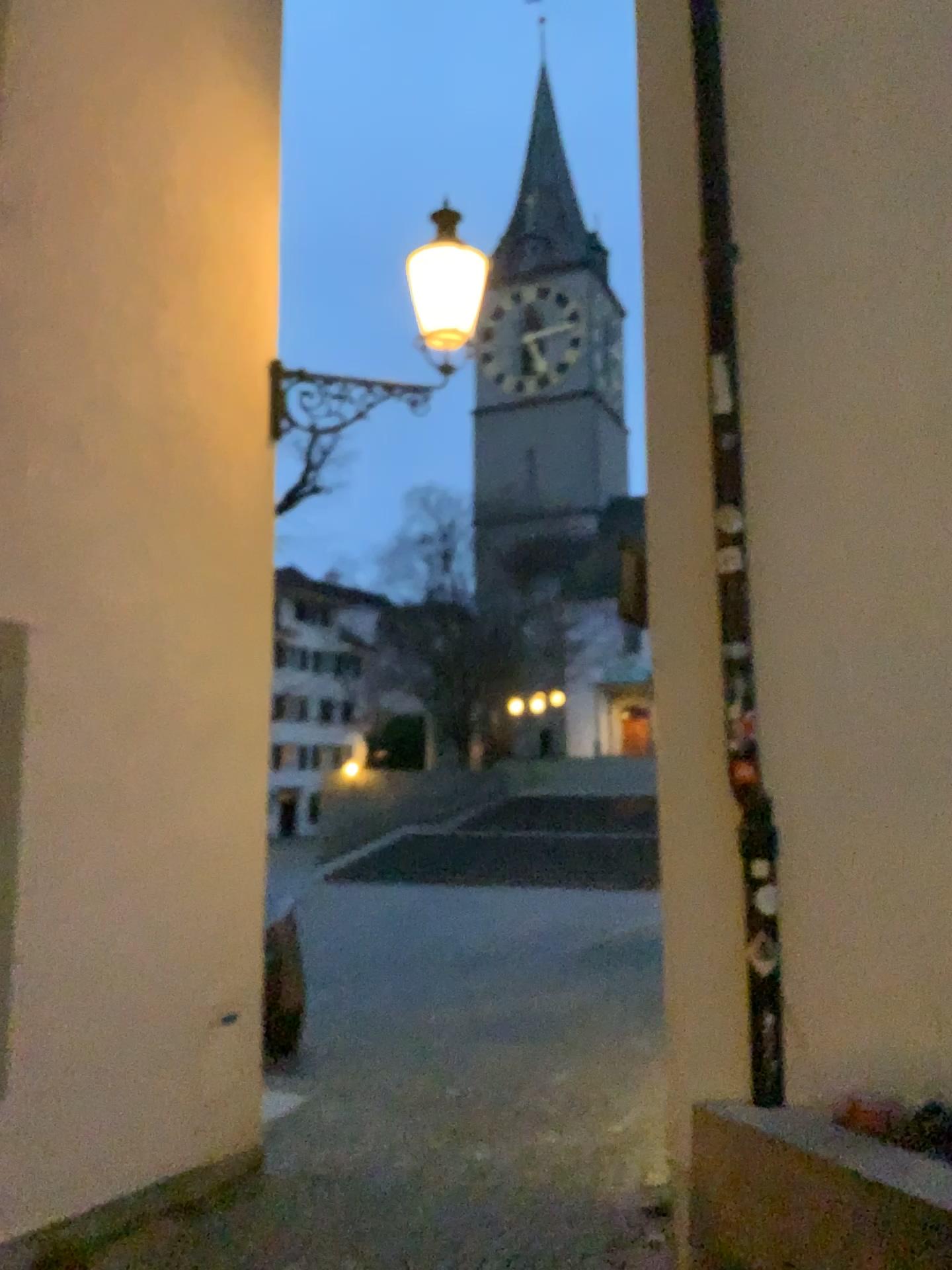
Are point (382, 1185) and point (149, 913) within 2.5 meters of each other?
yes
